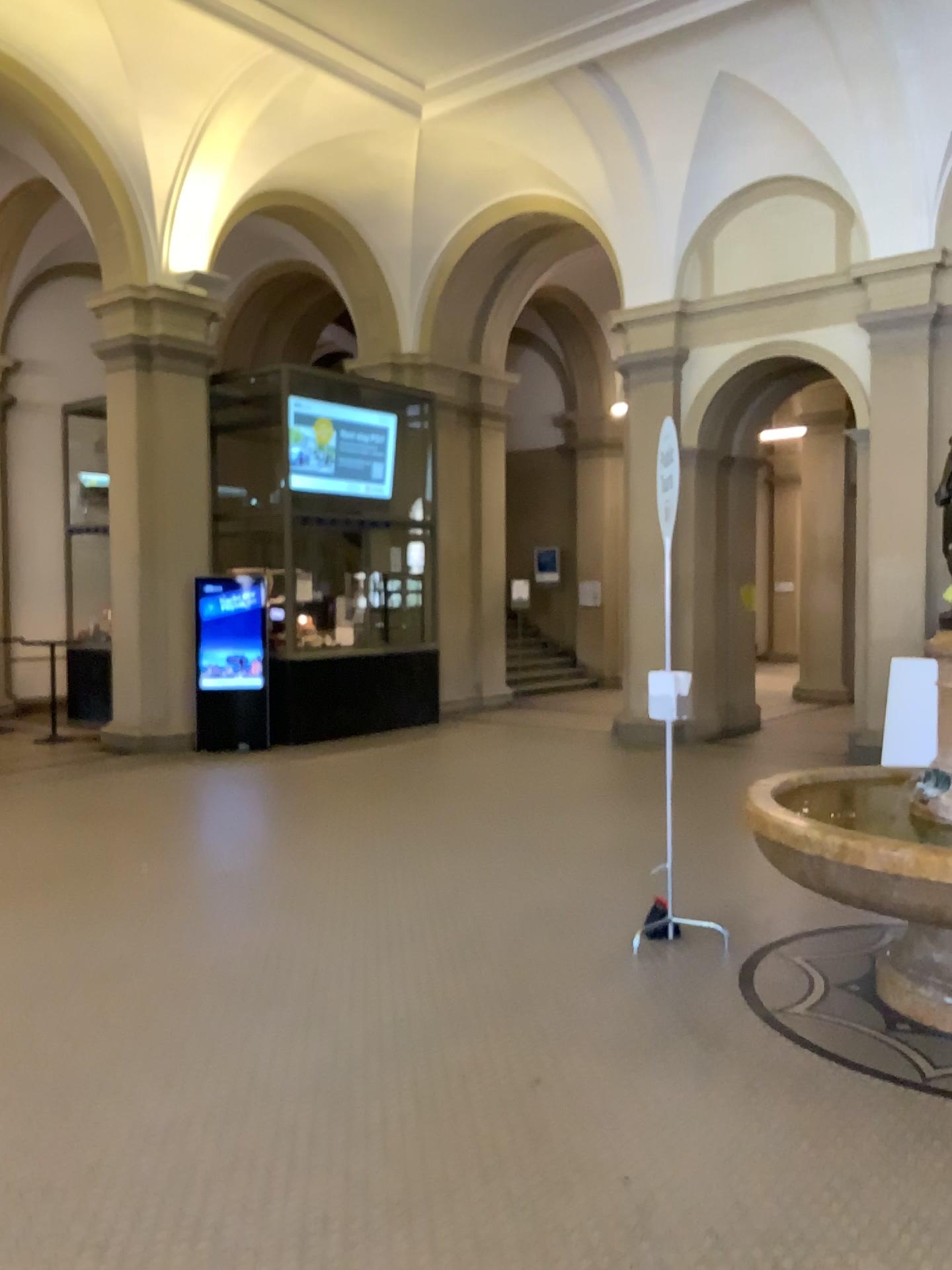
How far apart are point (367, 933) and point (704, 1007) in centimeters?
155cm
